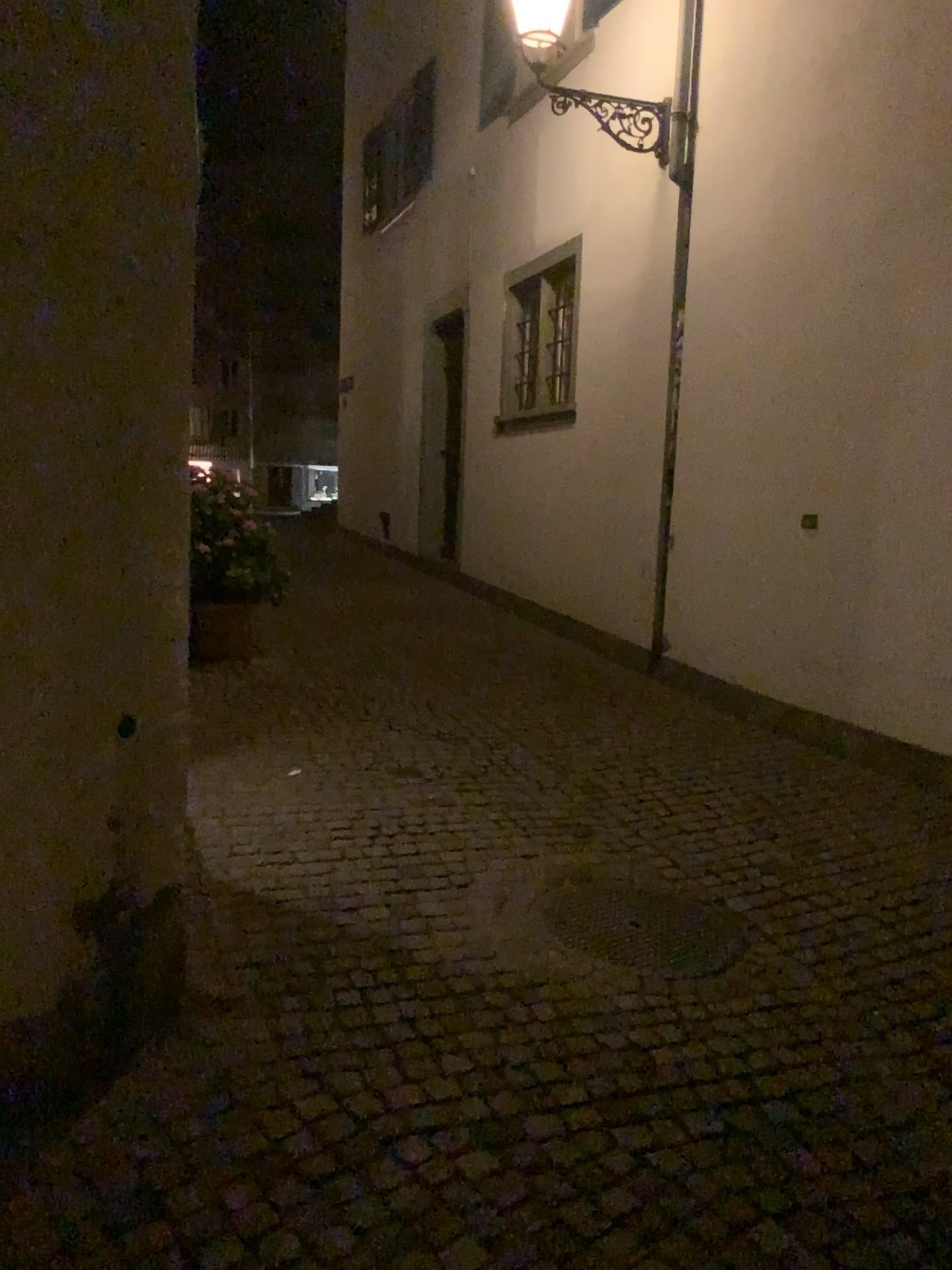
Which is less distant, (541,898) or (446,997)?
(446,997)
